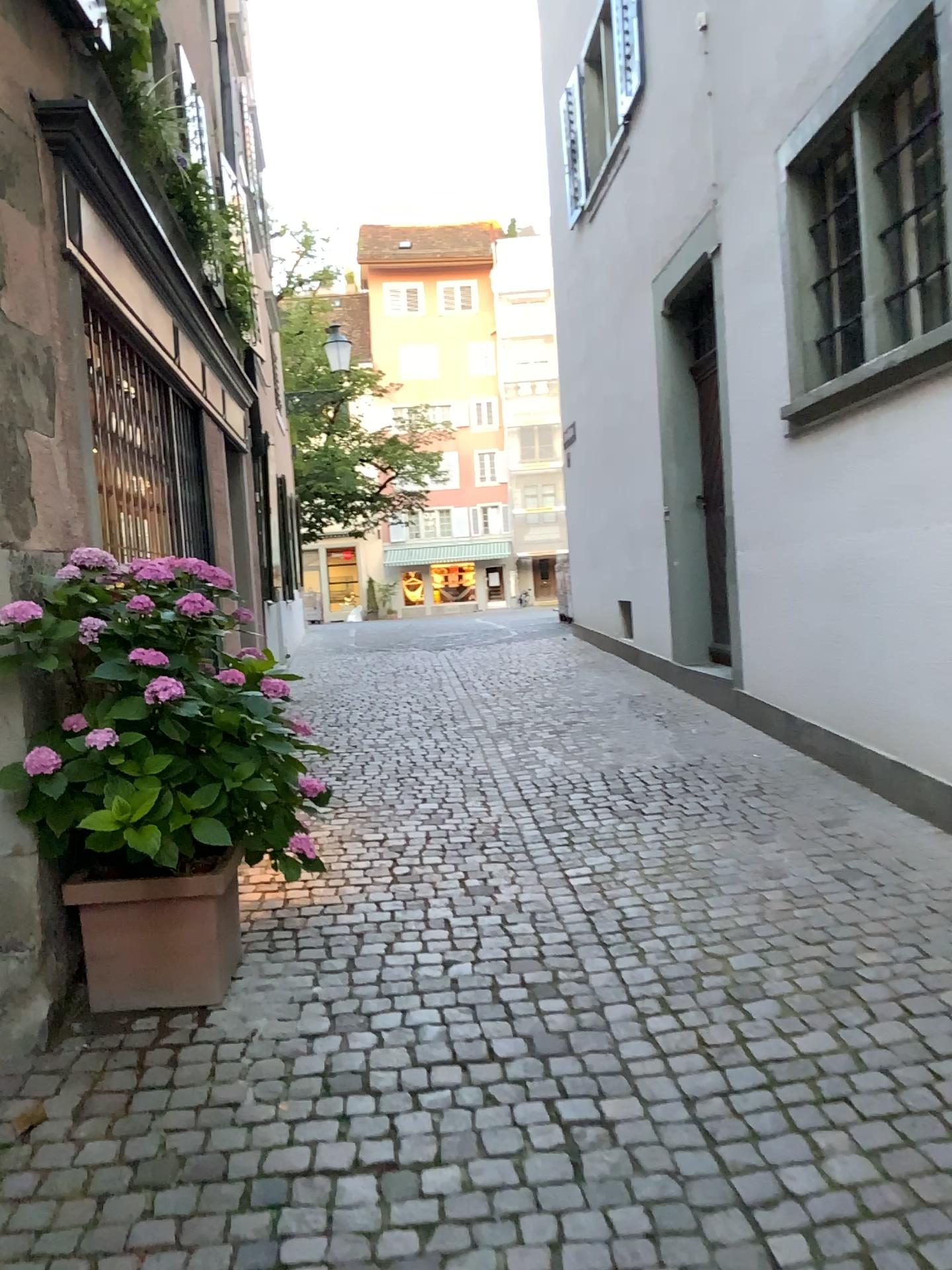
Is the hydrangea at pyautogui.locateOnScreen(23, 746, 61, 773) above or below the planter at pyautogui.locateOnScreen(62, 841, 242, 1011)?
above

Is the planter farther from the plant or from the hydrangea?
the hydrangea

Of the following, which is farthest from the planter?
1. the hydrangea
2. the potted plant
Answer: the hydrangea

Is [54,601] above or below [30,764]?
above

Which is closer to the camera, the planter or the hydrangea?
the hydrangea

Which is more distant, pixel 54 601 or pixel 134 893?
pixel 134 893

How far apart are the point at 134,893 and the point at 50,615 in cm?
85

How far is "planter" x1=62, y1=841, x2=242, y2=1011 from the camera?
3.00m

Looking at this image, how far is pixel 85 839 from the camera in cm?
300
